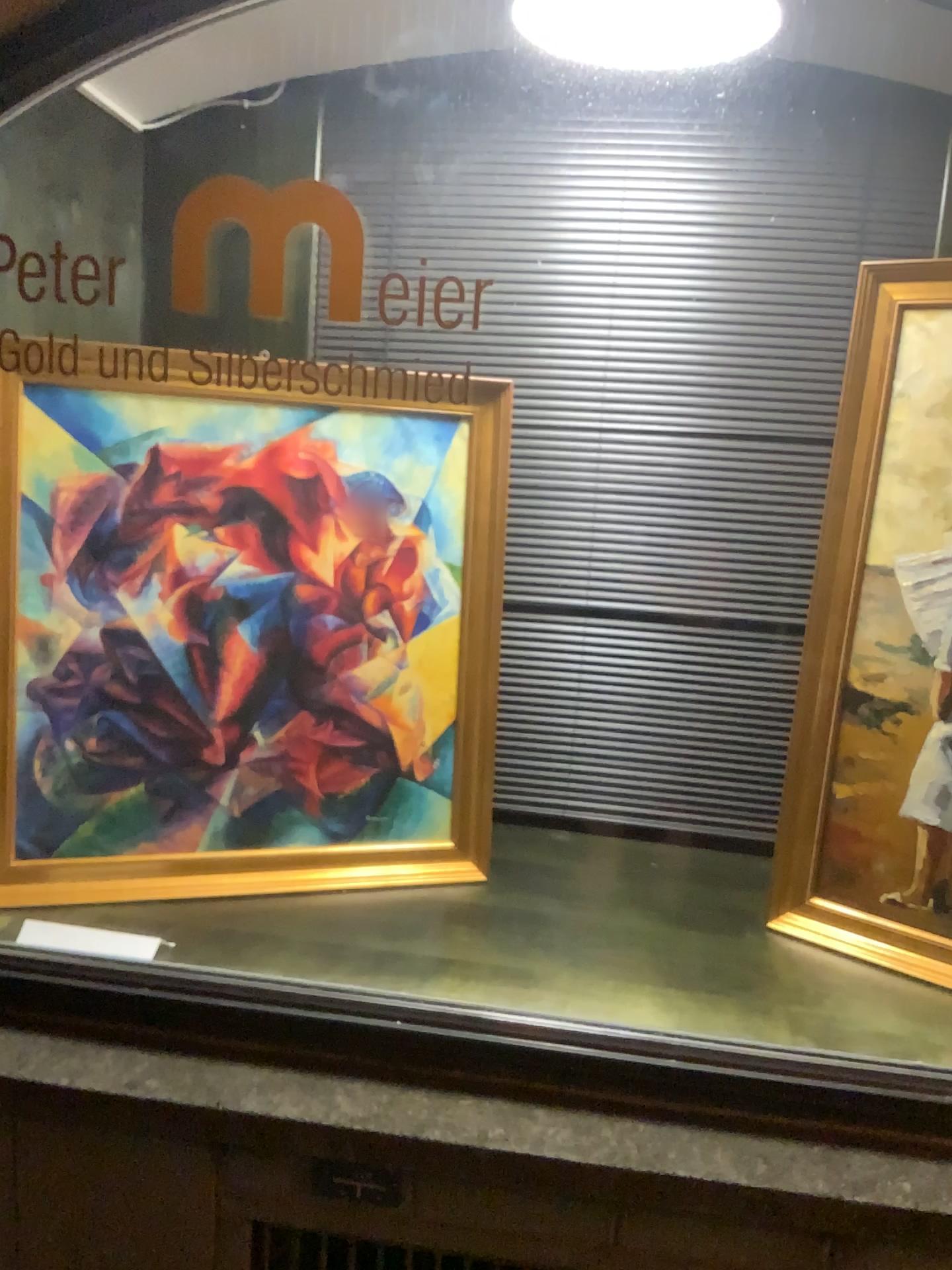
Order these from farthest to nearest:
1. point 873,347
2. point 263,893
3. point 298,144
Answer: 1. point 298,144
2. point 263,893
3. point 873,347

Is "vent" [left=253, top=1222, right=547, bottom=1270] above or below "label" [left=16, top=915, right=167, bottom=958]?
below

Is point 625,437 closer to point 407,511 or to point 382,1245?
point 407,511

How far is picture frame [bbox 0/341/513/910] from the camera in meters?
1.6 m

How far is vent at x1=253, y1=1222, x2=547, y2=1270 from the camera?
1.4 meters

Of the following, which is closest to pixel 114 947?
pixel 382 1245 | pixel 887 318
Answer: pixel 382 1245

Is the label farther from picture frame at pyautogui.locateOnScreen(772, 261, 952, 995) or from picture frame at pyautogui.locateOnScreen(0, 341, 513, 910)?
picture frame at pyautogui.locateOnScreen(772, 261, 952, 995)

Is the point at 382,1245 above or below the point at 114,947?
below

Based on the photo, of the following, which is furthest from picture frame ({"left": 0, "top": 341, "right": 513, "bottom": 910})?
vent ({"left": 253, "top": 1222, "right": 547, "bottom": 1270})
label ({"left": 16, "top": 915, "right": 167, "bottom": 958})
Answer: vent ({"left": 253, "top": 1222, "right": 547, "bottom": 1270})

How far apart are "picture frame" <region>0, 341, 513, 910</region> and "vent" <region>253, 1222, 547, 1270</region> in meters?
0.4 m
